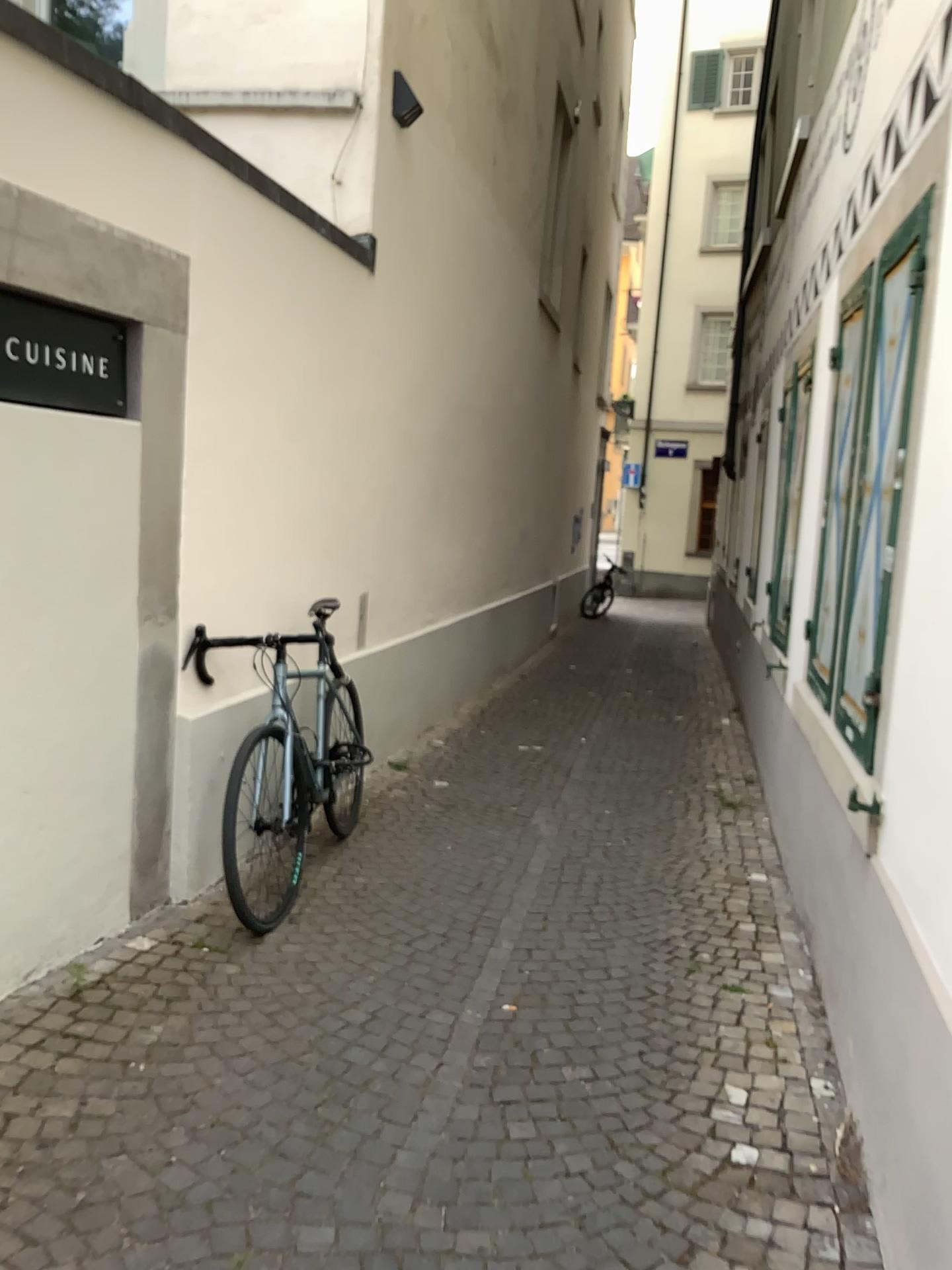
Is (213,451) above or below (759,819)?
above
